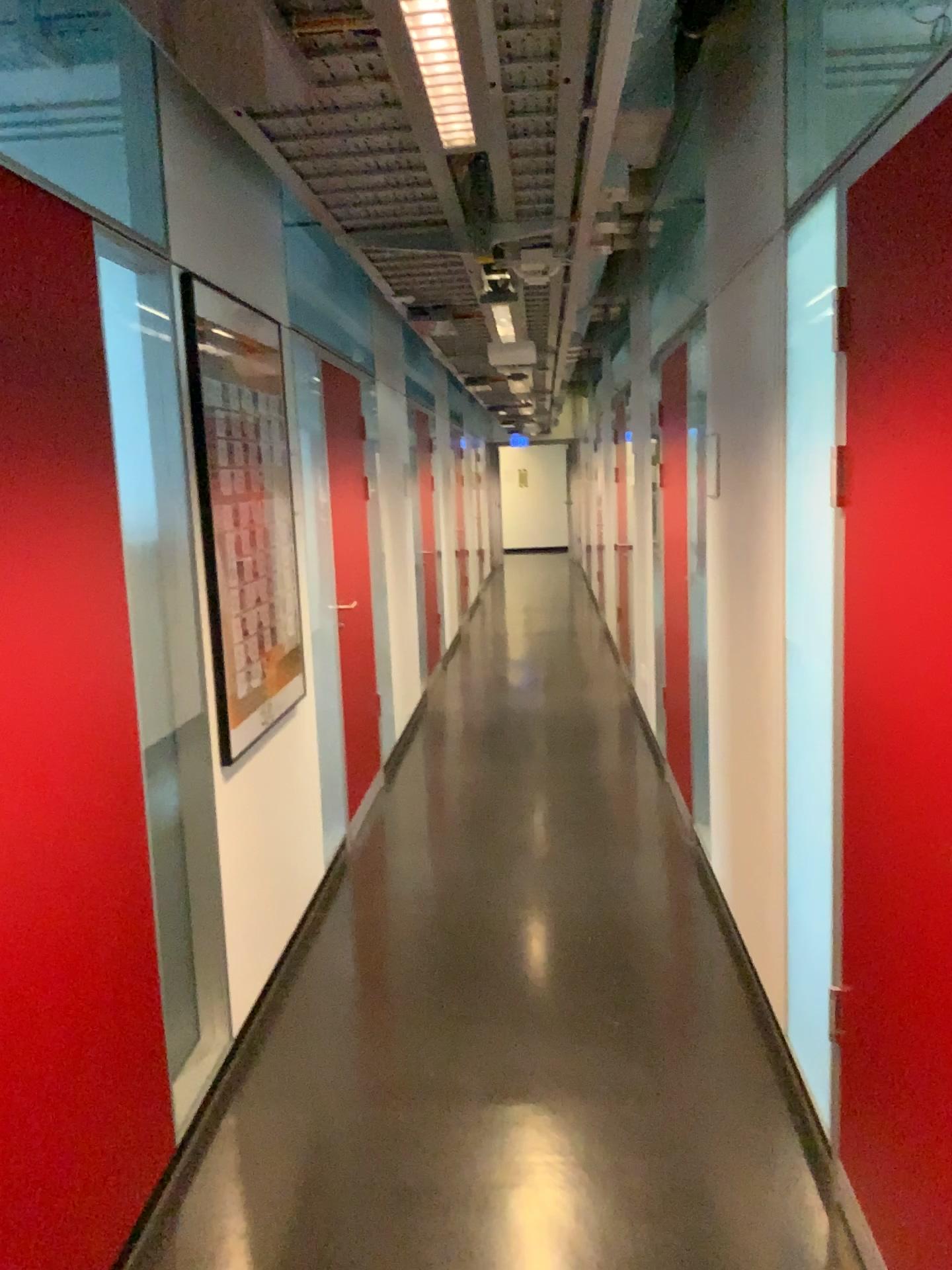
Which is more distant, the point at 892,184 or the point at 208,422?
the point at 208,422

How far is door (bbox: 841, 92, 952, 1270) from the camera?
1.70m

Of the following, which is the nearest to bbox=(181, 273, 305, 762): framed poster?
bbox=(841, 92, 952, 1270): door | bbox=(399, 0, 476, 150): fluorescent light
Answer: bbox=(399, 0, 476, 150): fluorescent light

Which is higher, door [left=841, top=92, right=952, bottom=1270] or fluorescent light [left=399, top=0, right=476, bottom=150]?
fluorescent light [left=399, top=0, right=476, bottom=150]

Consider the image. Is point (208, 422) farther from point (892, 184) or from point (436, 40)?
point (892, 184)

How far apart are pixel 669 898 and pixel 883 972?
2.13m

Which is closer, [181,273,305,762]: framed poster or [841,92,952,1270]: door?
[841,92,952,1270]: door

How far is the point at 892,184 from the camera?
1.7 meters

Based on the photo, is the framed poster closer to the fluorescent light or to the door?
the fluorescent light
